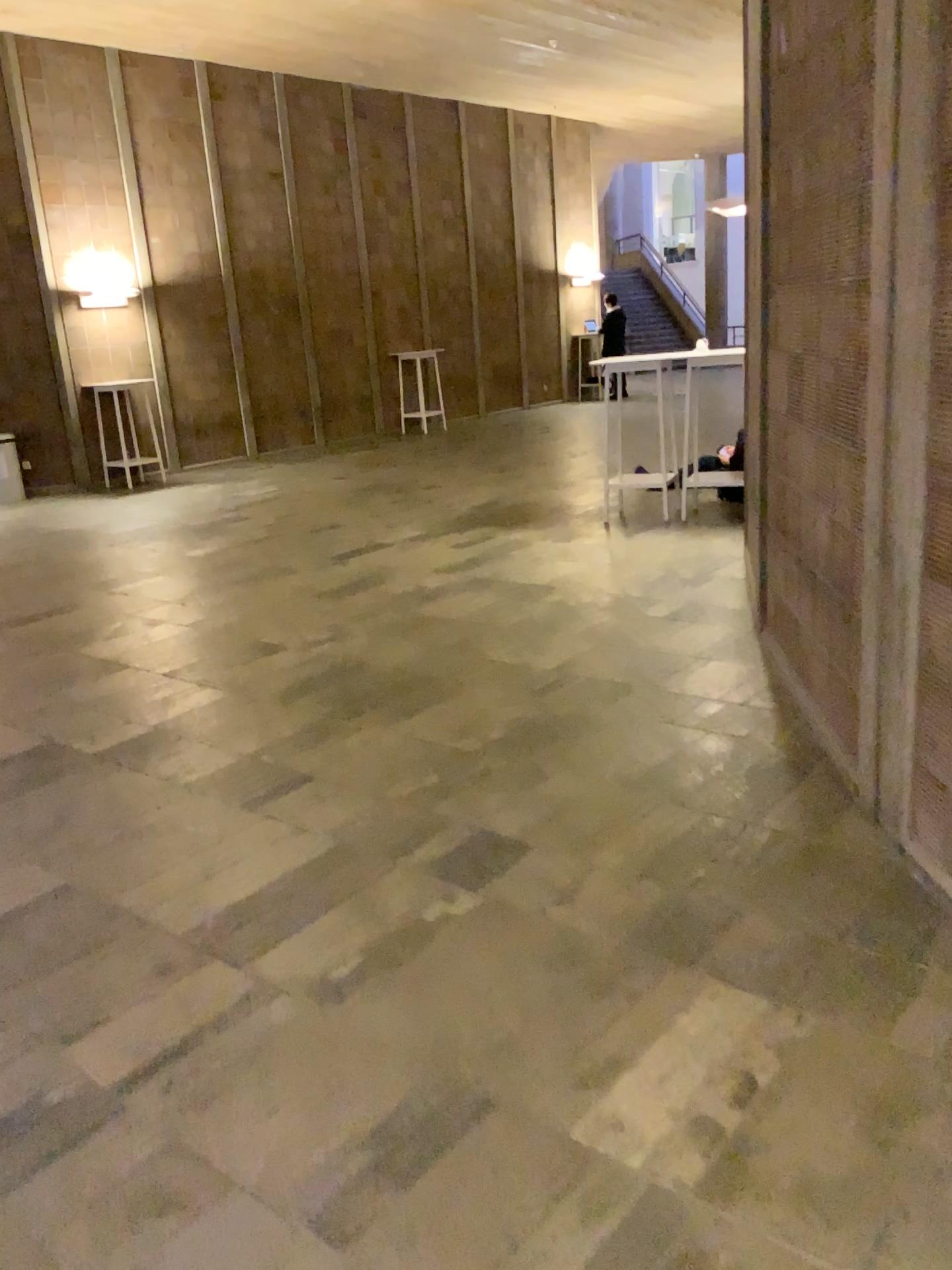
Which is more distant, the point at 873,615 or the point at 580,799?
the point at 580,799
